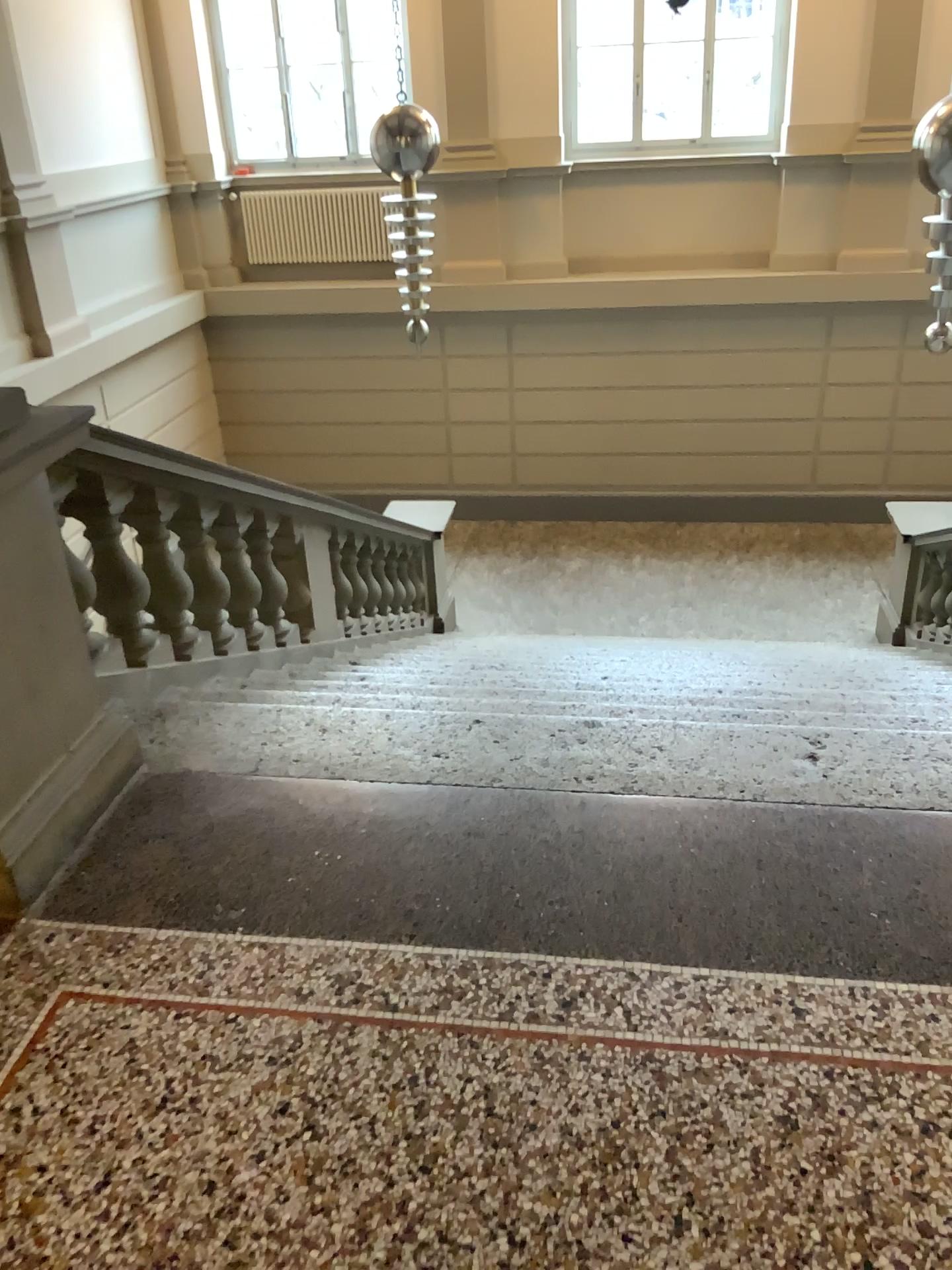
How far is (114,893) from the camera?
2.2m
